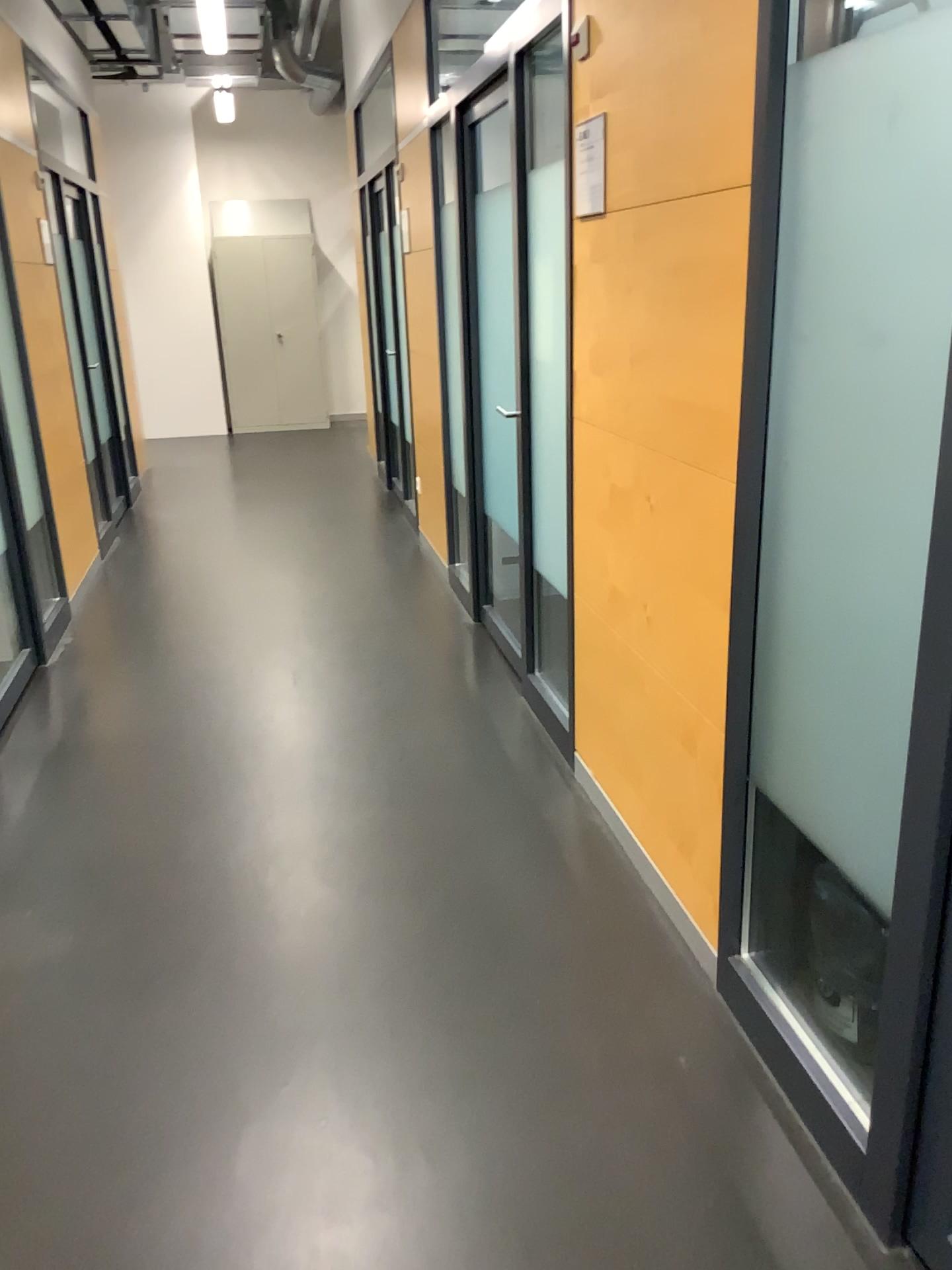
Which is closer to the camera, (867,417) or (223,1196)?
(867,417)

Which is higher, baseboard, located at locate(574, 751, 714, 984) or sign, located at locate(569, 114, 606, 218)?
sign, located at locate(569, 114, 606, 218)

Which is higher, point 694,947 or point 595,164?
point 595,164
